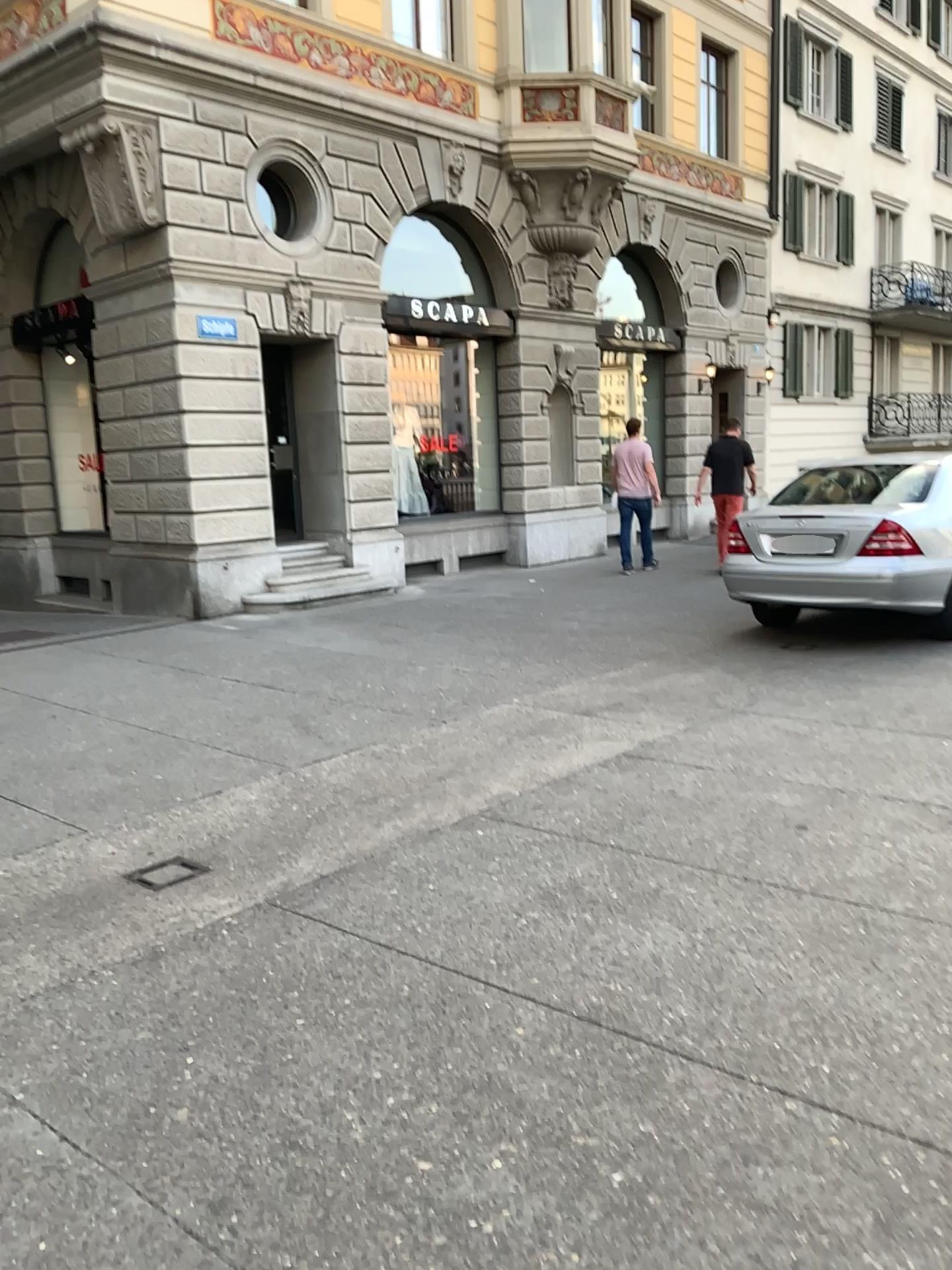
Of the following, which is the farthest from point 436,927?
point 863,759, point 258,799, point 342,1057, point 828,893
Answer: point 863,759
